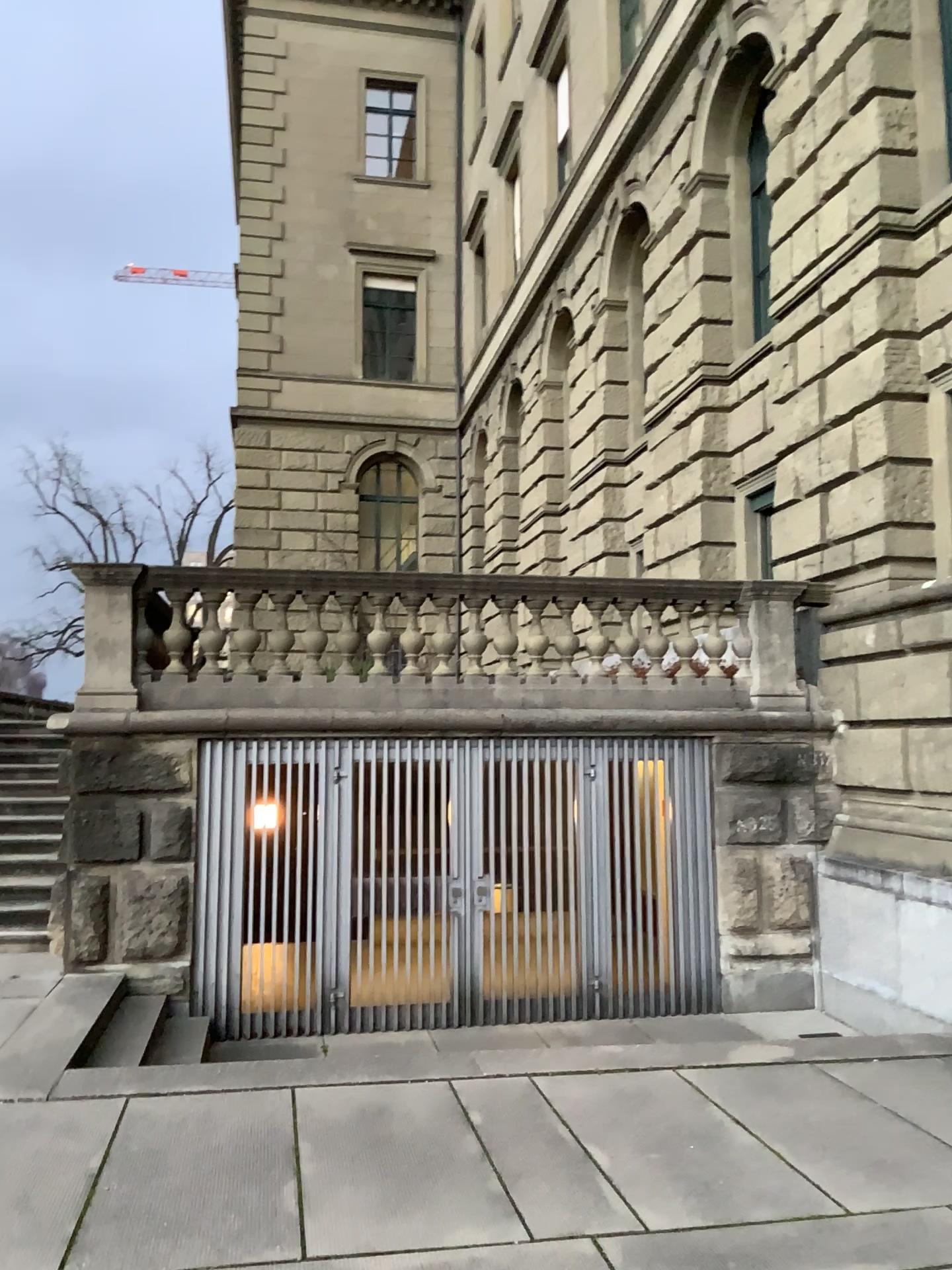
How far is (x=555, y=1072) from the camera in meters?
5.1
